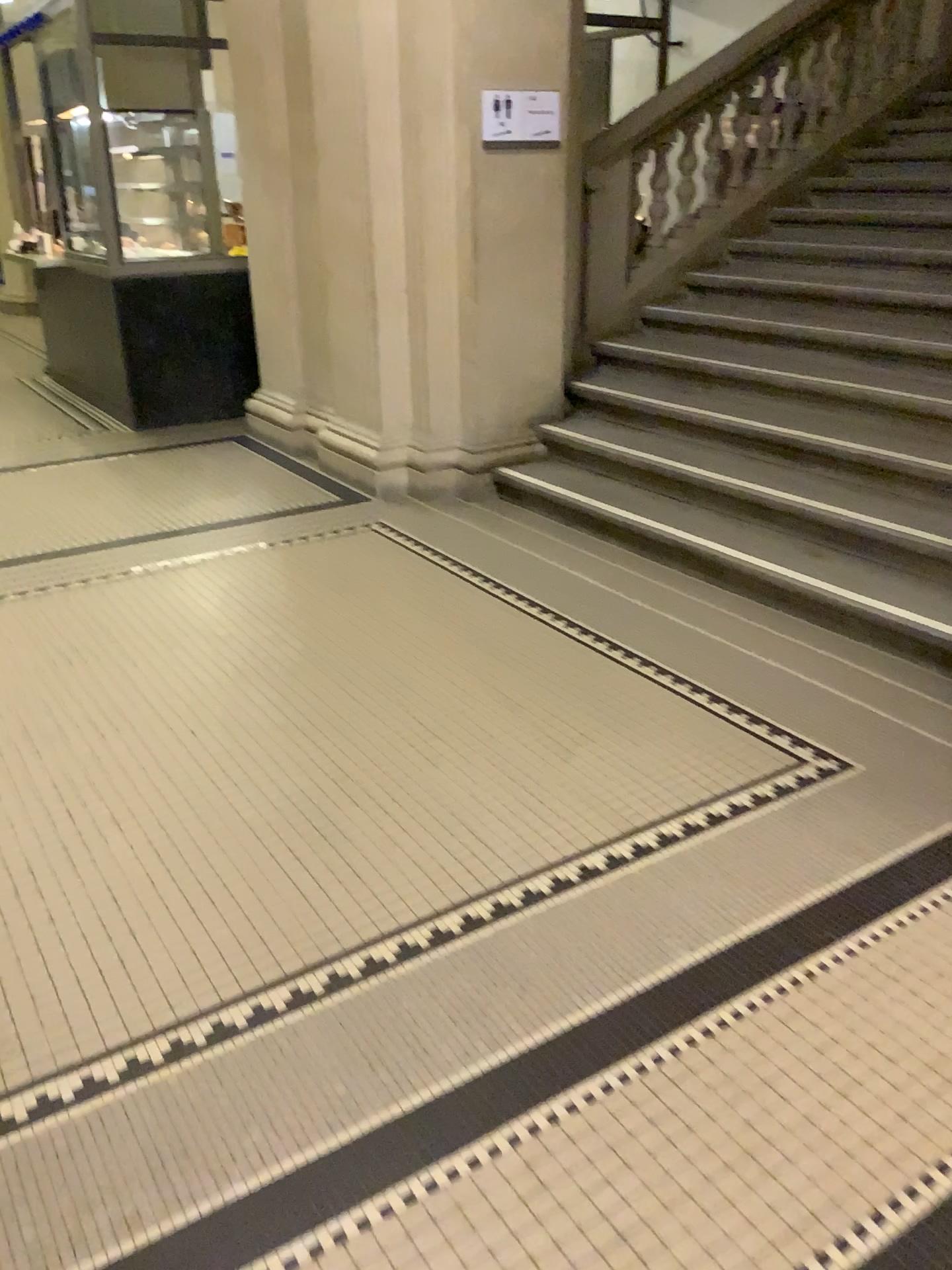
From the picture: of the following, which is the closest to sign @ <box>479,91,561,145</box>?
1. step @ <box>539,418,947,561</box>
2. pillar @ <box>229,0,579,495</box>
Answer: pillar @ <box>229,0,579,495</box>

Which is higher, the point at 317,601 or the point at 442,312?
the point at 442,312

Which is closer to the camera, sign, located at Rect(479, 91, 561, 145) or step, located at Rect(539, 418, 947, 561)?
step, located at Rect(539, 418, 947, 561)

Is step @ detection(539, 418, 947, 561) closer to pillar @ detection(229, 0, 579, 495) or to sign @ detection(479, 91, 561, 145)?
pillar @ detection(229, 0, 579, 495)

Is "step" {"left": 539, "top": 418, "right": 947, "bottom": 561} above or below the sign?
below

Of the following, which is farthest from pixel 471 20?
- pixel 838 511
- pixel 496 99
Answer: pixel 838 511

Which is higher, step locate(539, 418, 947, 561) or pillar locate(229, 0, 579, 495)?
pillar locate(229, 0, 579, 495)

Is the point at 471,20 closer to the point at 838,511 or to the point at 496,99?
the point at 496,99

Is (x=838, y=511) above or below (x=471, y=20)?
below
